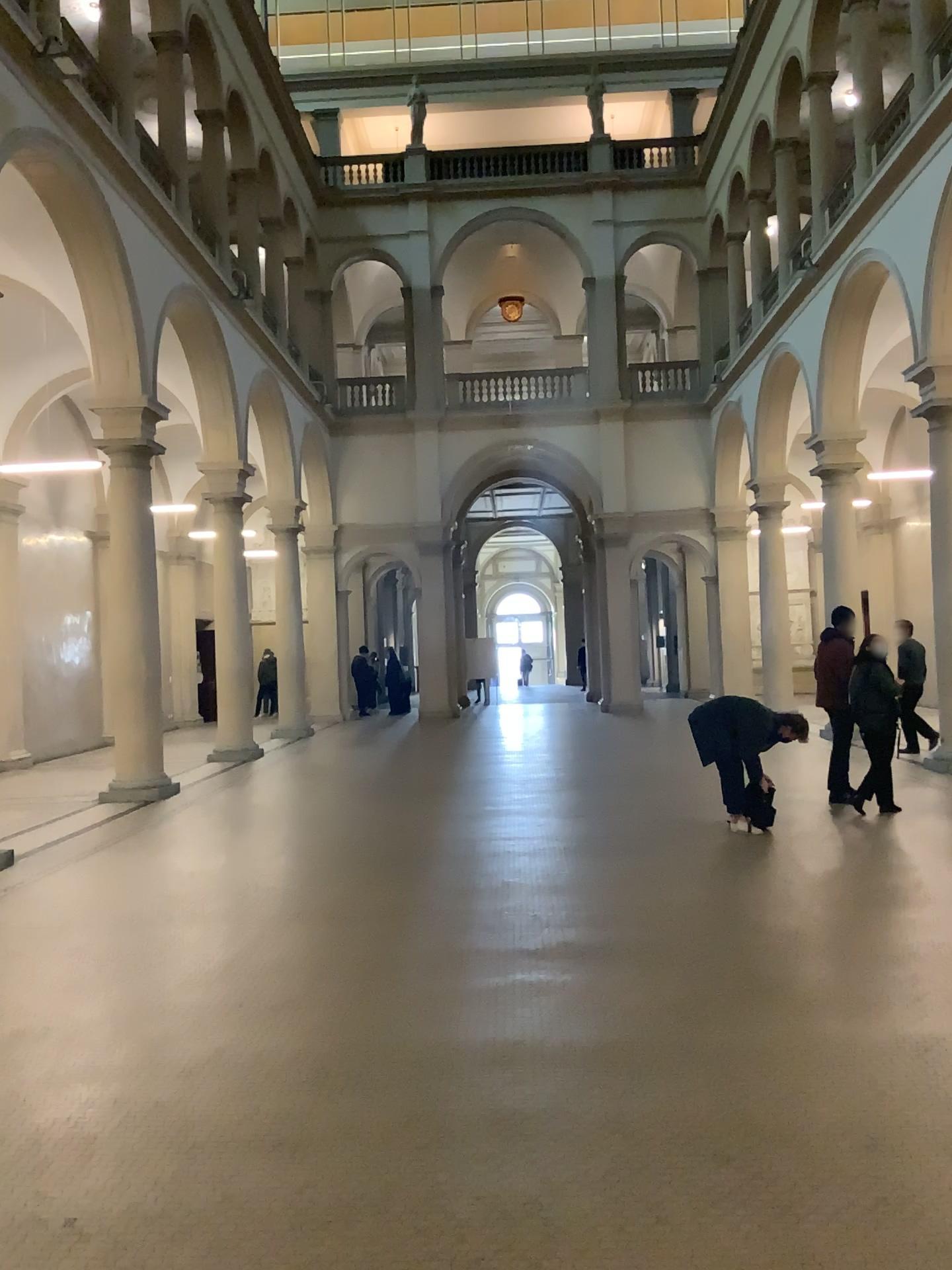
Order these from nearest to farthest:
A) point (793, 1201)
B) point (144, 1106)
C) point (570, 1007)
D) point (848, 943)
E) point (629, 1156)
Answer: point (793, 1201) < point (629, 1156) < point (144, 1106) < point (570, 1007) < point (848, 943)
